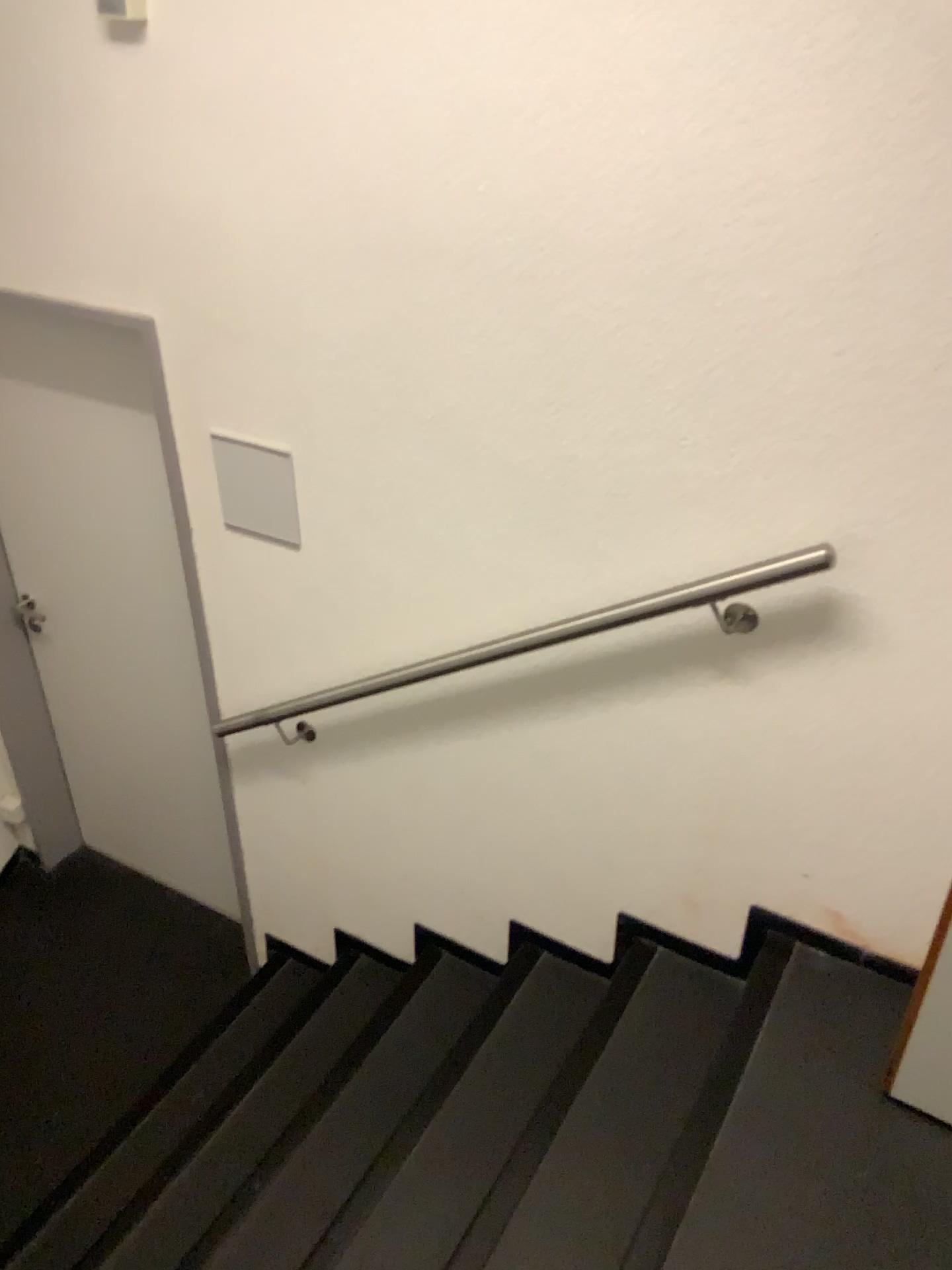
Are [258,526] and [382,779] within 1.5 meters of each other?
yes

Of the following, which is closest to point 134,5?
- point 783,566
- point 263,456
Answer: point 263,456

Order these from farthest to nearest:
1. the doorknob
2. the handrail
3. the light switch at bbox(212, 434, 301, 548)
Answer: the doorknob
the light switch at bbox(212, 434, 301, 548)
the handrail

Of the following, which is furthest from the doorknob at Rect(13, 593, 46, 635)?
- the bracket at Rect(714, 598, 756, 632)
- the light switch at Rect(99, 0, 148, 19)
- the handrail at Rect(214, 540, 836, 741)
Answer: the bracket at Rect(714, 598, 756, 632)

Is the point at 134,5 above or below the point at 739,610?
above

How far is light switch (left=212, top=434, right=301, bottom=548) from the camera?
2.2m

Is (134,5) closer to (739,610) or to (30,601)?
(739,610)

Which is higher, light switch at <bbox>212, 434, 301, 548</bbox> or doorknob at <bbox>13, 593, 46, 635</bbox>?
light switch at <bbox>212, 434, 301, 548</bbox>

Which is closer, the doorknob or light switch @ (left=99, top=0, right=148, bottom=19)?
light switch @ (left=99, top=0, right=148, bottom=19)

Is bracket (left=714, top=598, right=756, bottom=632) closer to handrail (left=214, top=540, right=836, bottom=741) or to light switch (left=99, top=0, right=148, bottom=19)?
handrail (left=214, top=540, right=836, bottom=741)
